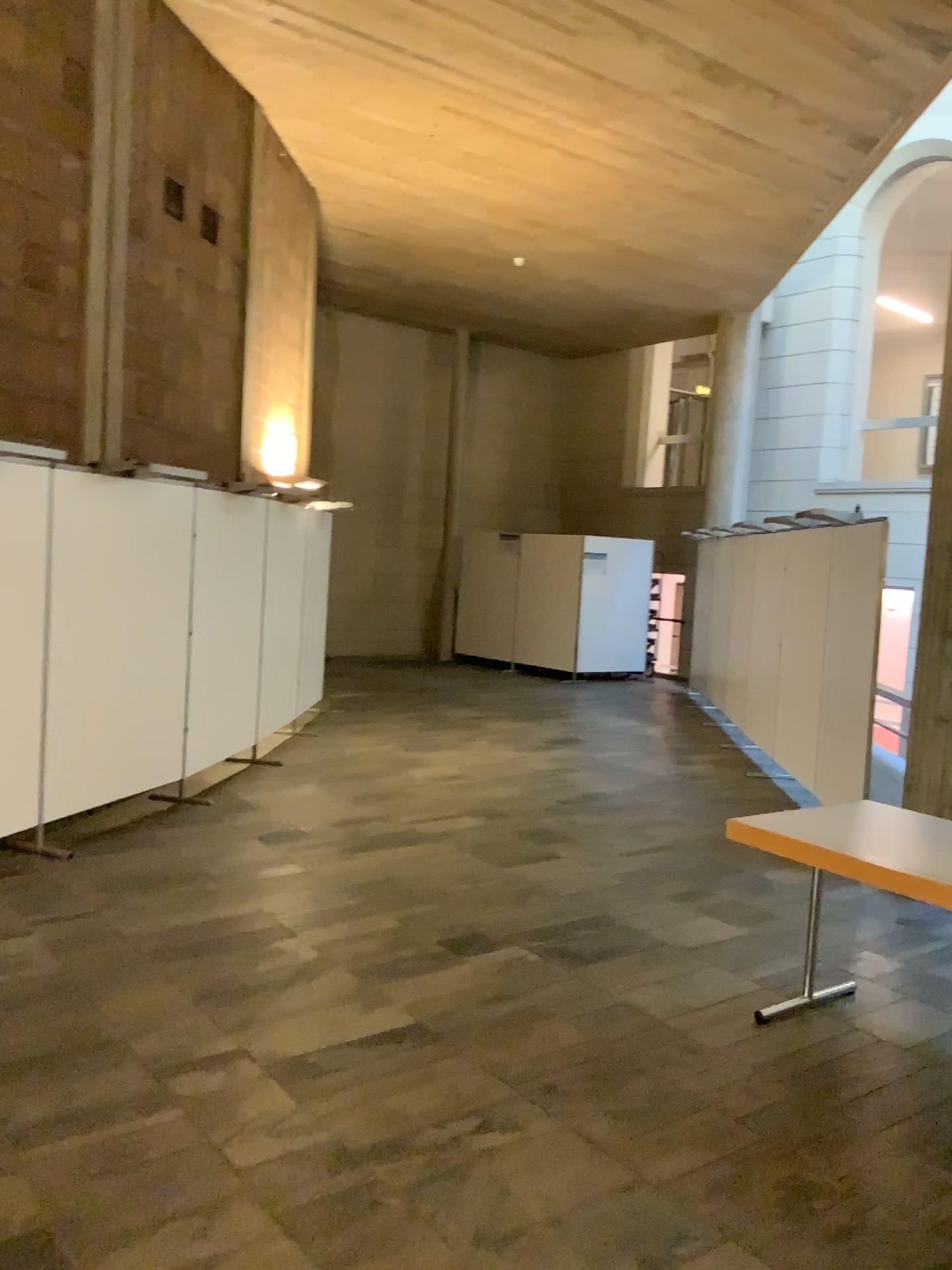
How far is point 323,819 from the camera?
5.93m
